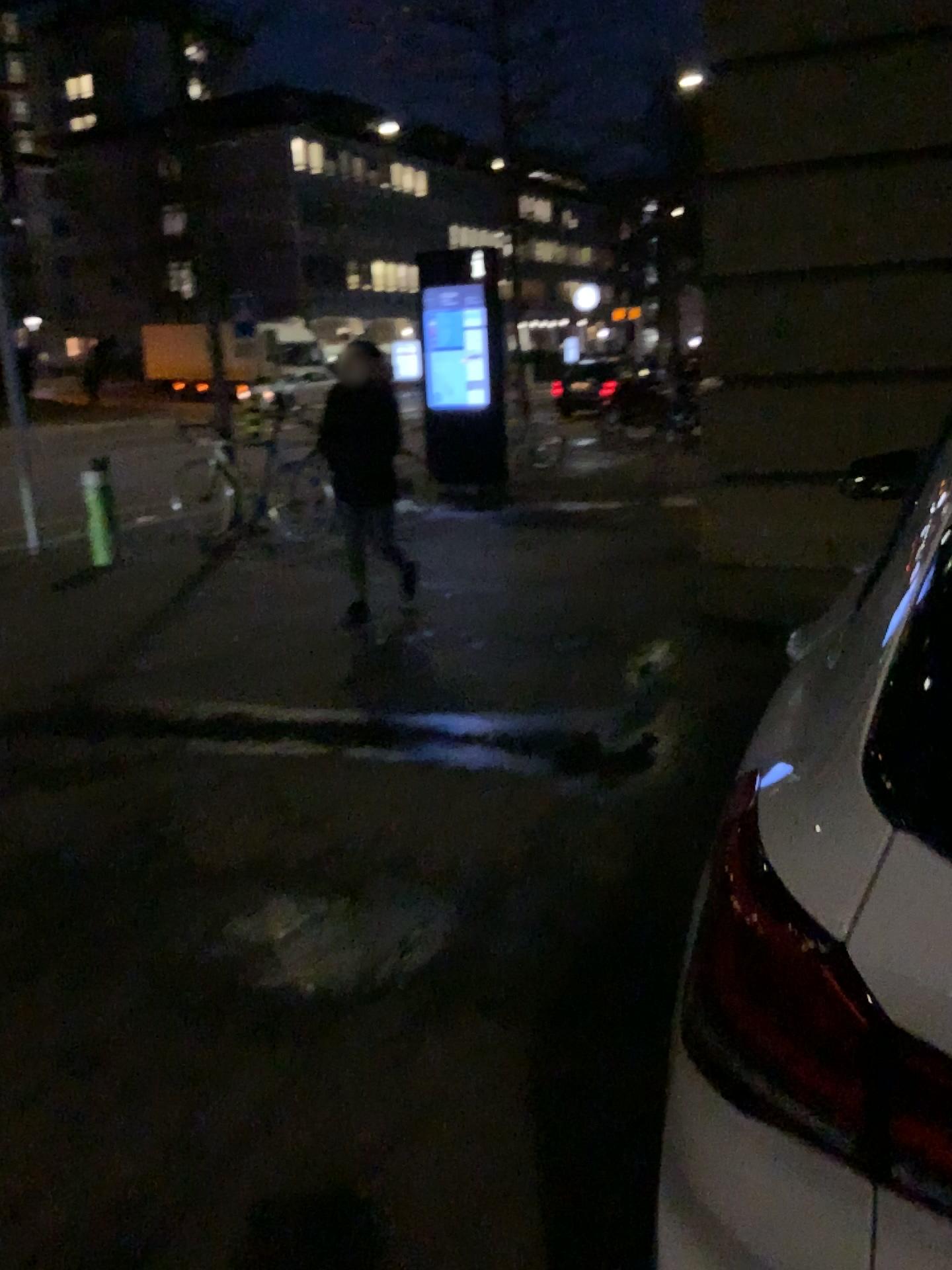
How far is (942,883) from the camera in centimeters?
77cm

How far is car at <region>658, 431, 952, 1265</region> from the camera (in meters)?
0.77

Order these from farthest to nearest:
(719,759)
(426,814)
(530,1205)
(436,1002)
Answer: (719,759), (426,814), (436,1002), (530,1205)
